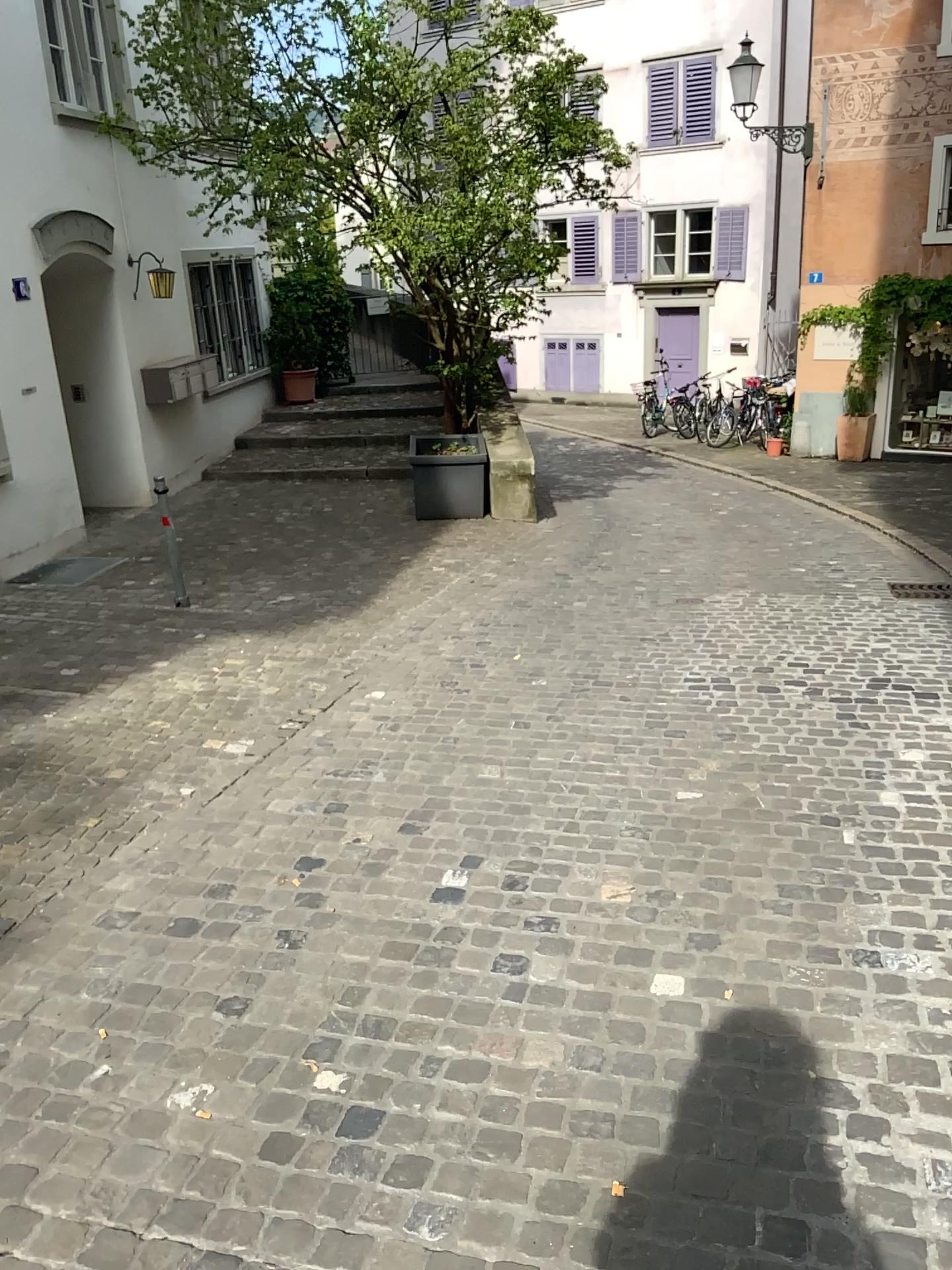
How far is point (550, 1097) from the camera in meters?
2.2
